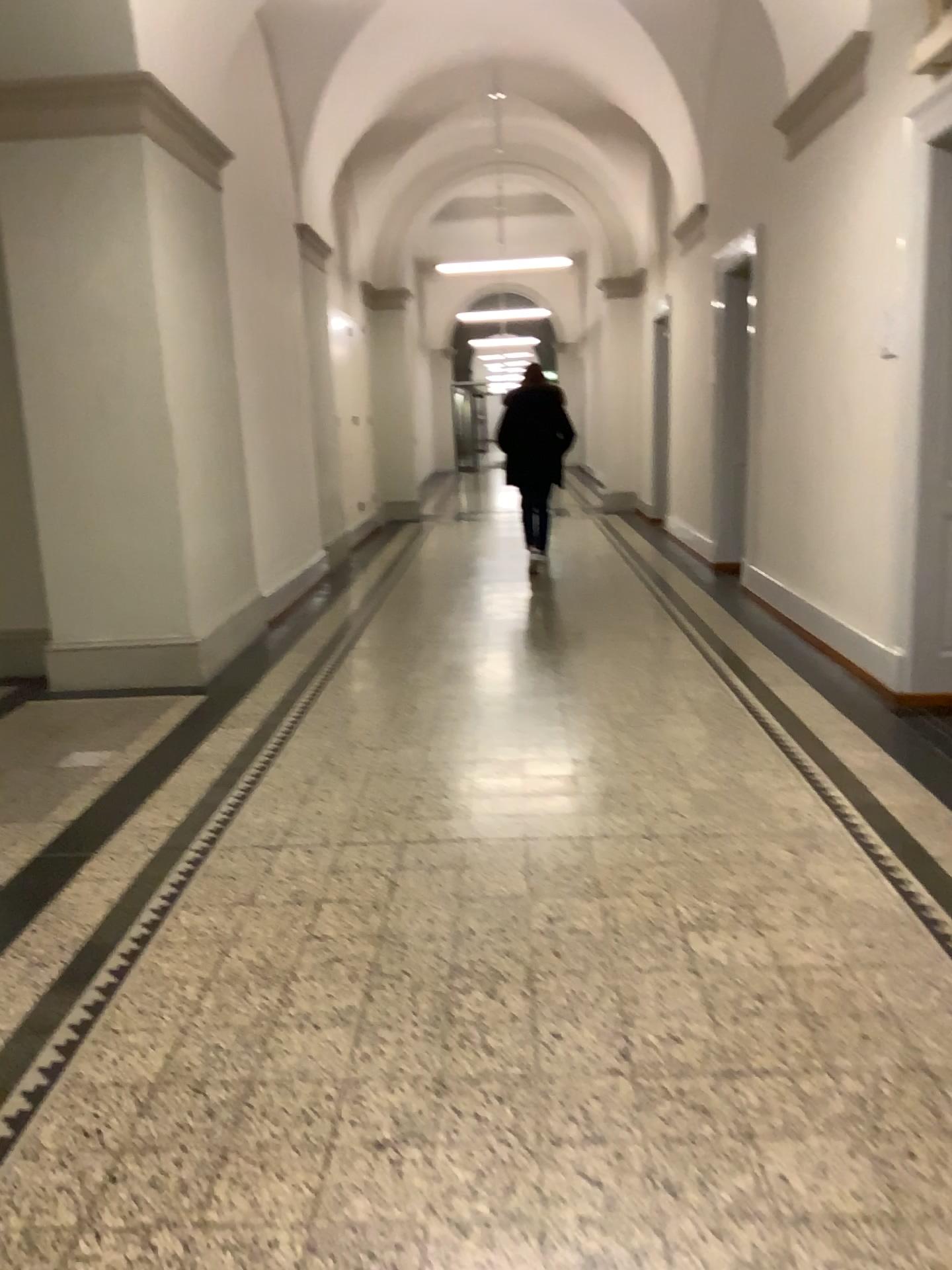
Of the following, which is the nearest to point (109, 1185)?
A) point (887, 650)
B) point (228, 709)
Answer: point (228, 709)
